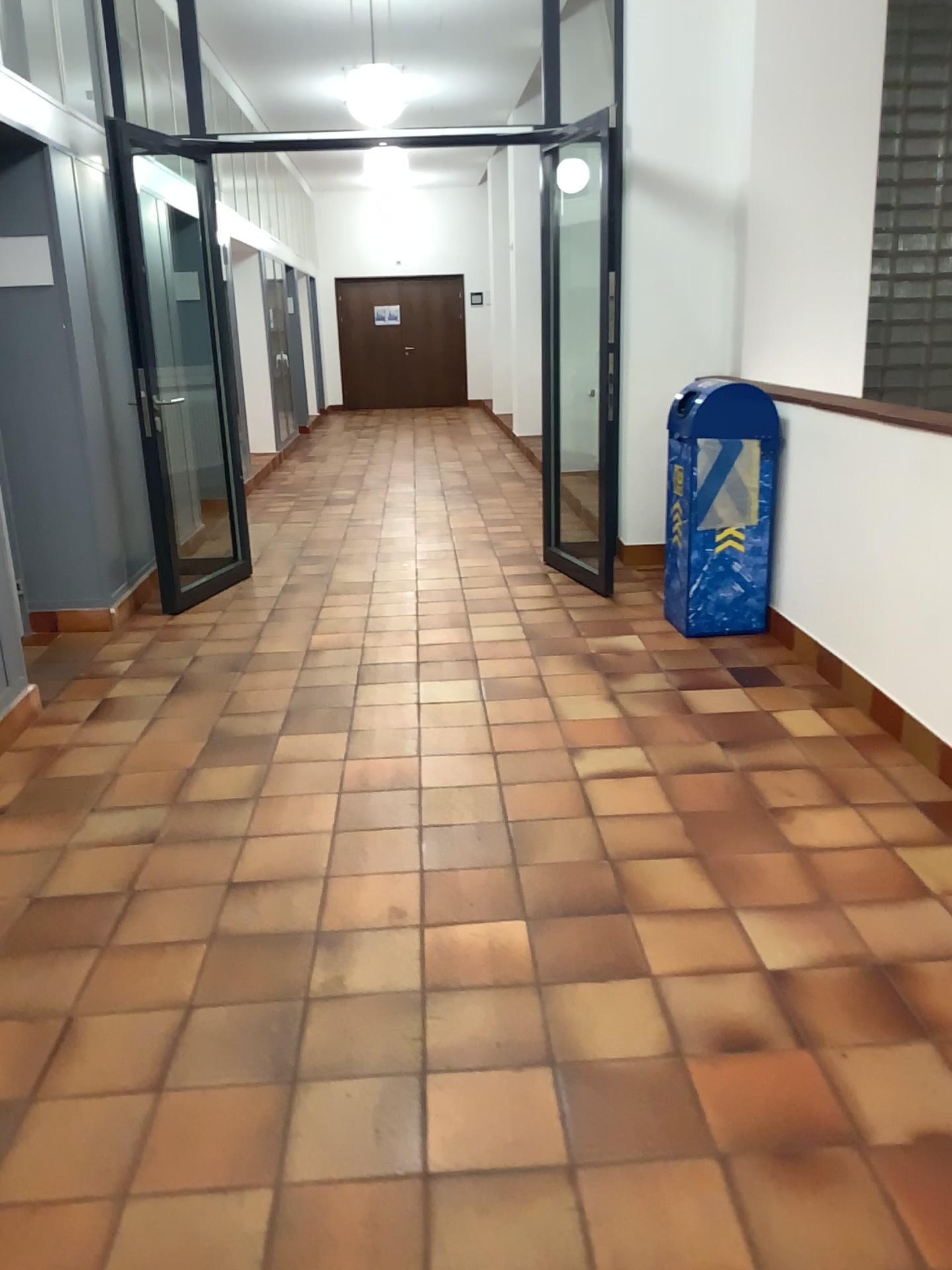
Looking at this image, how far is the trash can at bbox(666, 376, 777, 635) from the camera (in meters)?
4.40

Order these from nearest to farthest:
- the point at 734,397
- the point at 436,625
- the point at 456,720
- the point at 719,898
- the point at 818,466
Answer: the point at 719,898 < the point at 456,720 < the point at 818,466 < the point at 734,397 < the point at 436,625

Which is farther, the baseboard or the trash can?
the trash can

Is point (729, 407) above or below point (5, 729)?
above

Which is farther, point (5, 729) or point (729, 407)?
point (729, 407)

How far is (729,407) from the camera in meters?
4.4 m
